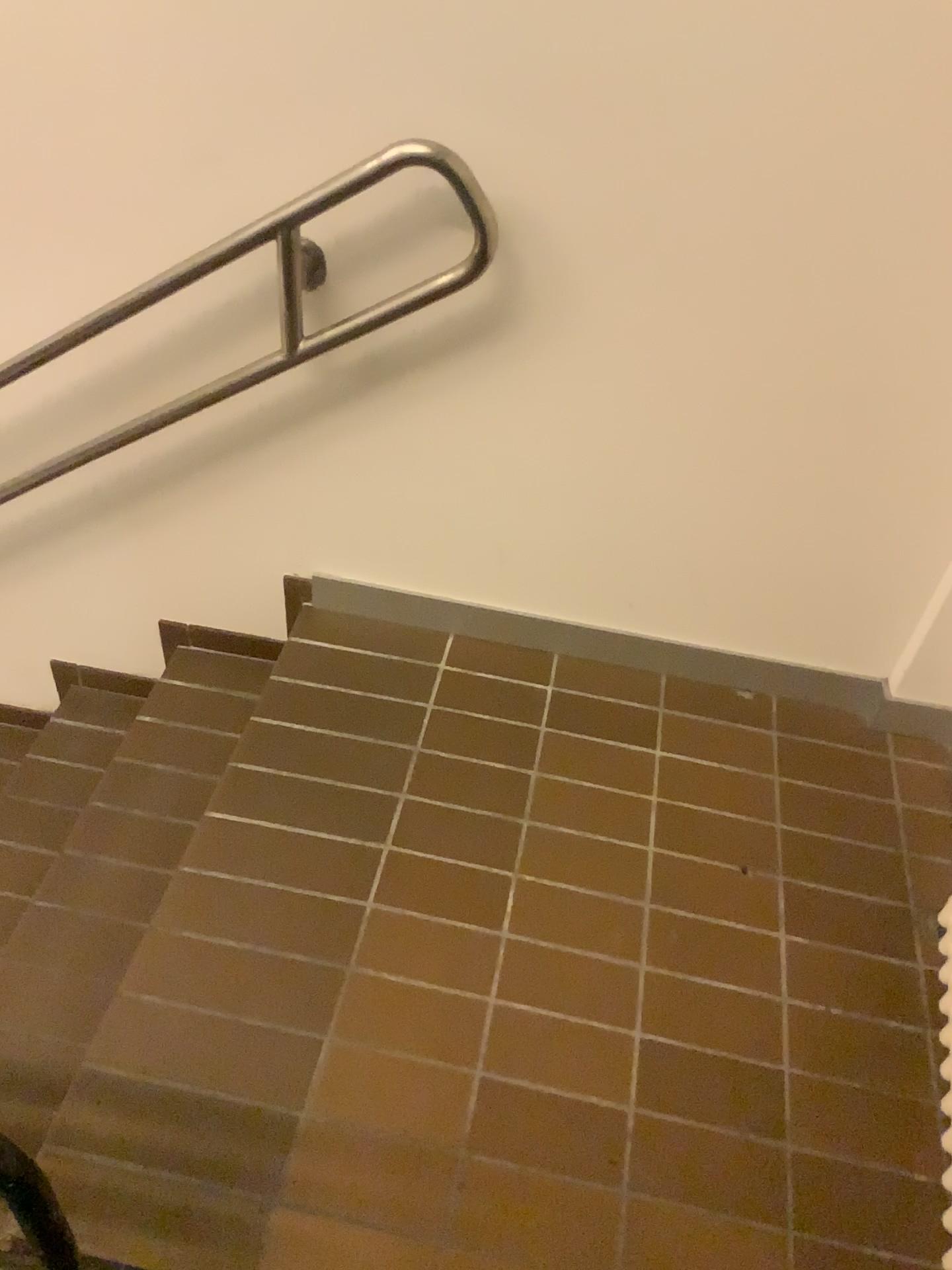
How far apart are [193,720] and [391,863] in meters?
0.6

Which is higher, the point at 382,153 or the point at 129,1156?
the point at 382,153
